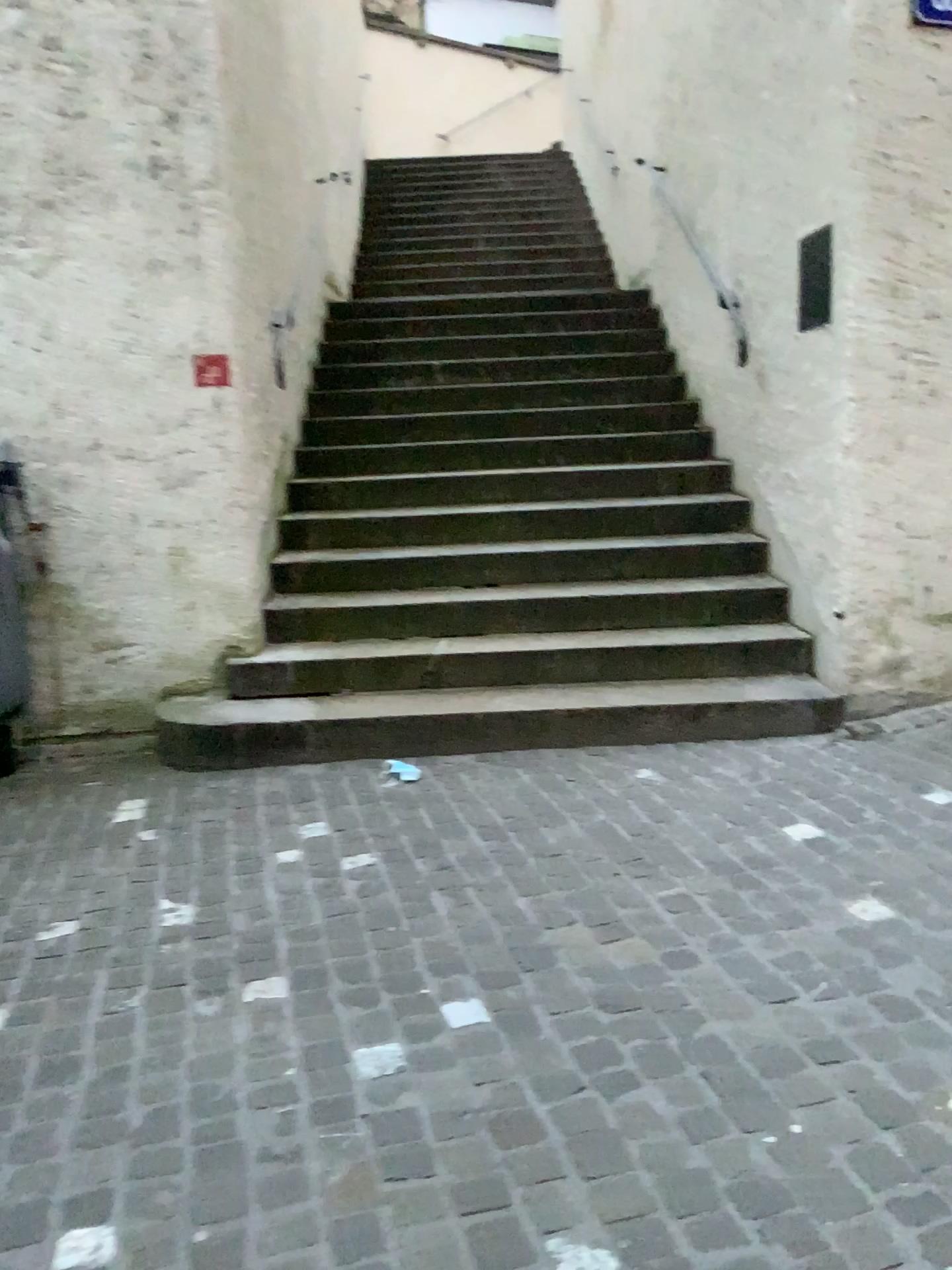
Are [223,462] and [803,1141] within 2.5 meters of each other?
no
